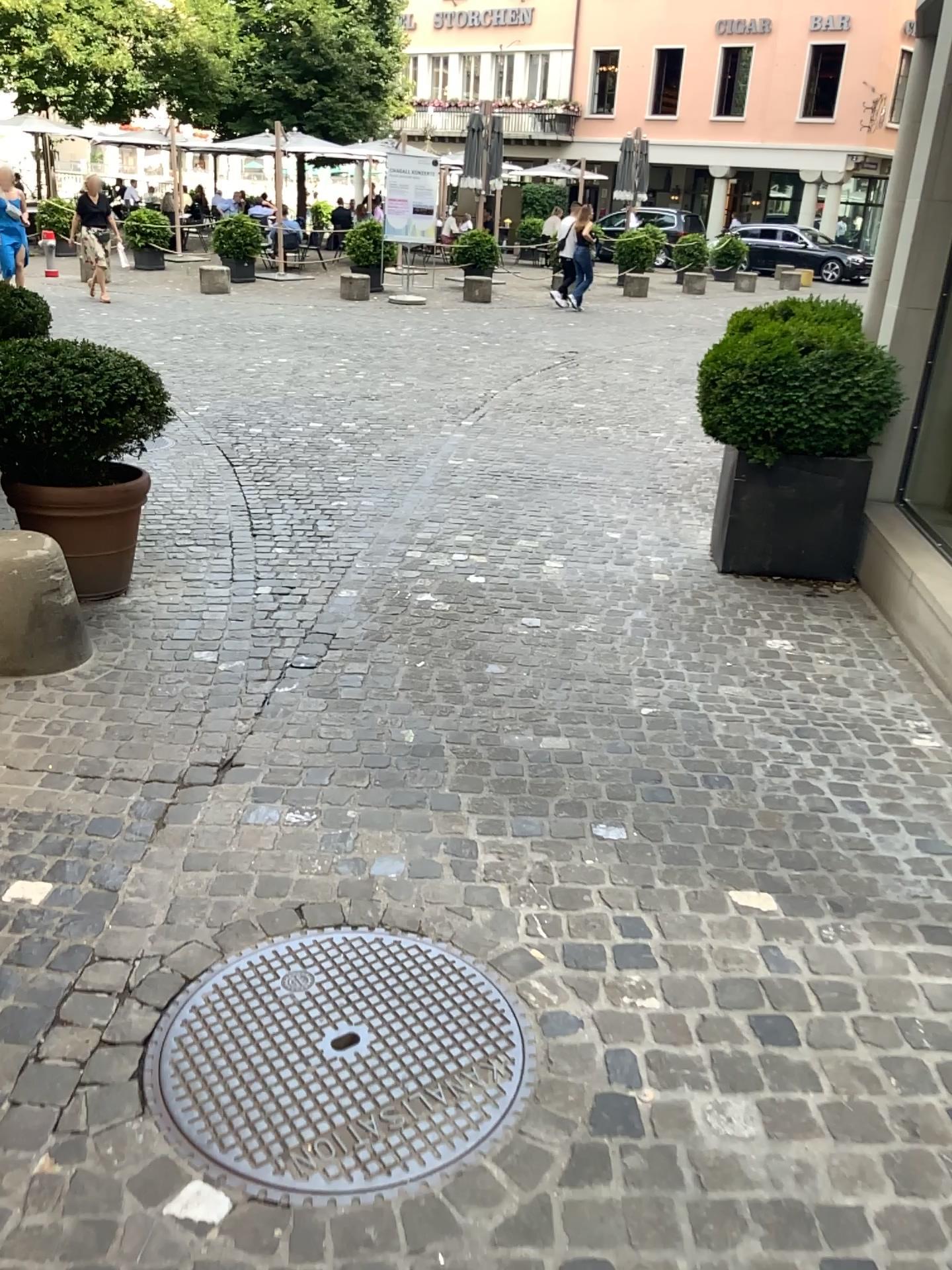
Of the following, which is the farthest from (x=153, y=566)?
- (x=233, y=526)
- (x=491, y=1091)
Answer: (x=491, y=1091)

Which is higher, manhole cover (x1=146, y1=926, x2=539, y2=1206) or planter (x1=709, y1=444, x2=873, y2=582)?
planter (x1=709, y1=444, x2=873, y2=582)

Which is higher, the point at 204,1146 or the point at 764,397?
the point at 764,397

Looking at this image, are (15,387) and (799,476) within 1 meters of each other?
no

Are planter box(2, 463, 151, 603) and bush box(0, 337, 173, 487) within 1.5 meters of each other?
yes

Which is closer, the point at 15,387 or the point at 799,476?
the point at 15,387

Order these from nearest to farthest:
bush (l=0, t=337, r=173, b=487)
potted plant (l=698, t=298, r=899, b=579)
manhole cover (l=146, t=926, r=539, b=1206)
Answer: manhole cover (l=146, t=926, r=539, b=1206) < bush (l=0, t=337, r=173, b=487) < potted plant (l=698, t=298, r=899, b=579)

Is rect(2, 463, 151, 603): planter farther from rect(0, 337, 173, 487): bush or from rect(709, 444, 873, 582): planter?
rect(709, 444, 873, 582): planter

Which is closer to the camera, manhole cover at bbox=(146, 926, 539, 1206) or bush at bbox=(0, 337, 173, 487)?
manhole cover at bbox=(146, 926, 539, 1206)

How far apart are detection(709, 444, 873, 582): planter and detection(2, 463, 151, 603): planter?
2.6m
